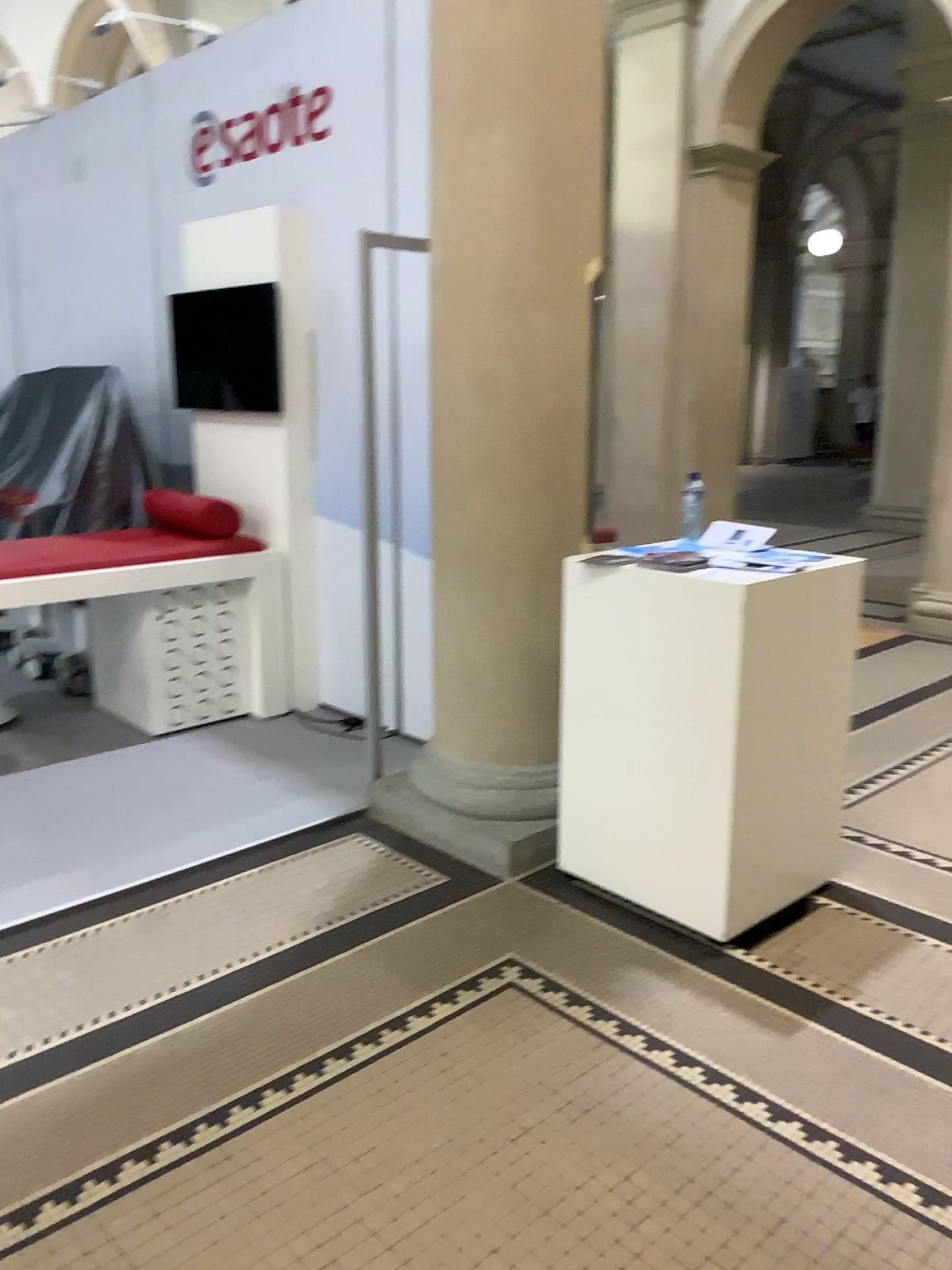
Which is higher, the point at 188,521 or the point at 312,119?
the point at 312,119

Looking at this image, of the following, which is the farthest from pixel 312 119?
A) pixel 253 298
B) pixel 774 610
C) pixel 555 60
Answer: pixel 774 610

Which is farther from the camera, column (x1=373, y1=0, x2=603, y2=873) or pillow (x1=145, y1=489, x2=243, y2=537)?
pillow (x1=145, y1=489, x2=243, y2=537)

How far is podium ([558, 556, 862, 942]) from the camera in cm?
273

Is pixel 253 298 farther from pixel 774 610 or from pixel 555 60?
pixel 774 610

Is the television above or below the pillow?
above

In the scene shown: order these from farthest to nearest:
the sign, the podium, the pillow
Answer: the pillow < the sign < the podium

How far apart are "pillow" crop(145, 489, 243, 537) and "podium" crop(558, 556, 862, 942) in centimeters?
209cm

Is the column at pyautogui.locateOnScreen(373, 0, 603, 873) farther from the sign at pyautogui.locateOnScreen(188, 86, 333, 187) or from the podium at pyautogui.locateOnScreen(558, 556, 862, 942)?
the sign at pyautogui.locateOnScreen(188, 86, 333, 187)

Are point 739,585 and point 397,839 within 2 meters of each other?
yes
